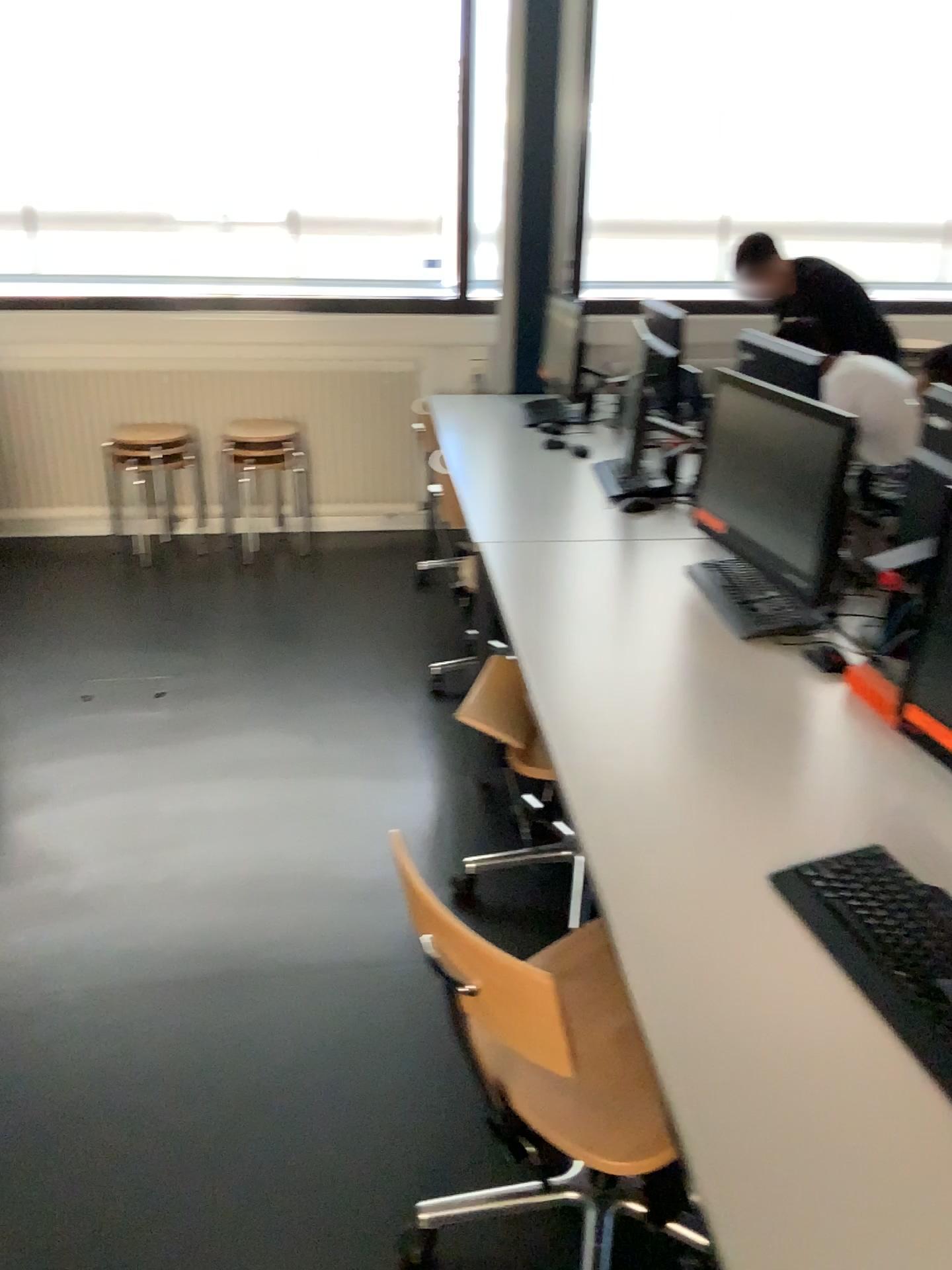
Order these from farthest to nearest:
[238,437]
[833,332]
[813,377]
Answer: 1. [238,437]
2. [833,332]
3. [813,377]

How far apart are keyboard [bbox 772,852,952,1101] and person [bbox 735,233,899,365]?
3.1 meters

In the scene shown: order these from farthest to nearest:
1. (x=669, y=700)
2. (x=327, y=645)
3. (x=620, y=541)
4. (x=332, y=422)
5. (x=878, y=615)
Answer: (x=332, y=422), (x=327, y=645), (x=620, y=541), (x=878, y=615), (x=669, y=700)

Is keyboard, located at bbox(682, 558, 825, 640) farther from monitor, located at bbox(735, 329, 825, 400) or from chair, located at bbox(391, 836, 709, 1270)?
monitor, located at bbox(735, 329, 825, 400)

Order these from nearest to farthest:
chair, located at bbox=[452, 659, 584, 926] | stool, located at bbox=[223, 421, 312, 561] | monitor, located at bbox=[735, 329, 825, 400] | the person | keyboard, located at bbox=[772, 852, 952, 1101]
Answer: keyboard, located at bbox=[772, 852, 952, 1101] < chair, located at bbox=[452, 659, 584, 926] < monitor, located at bbox=[735, 329, 825, 400] < the person < stool, located at bbox=[223, 421, 312, 561]

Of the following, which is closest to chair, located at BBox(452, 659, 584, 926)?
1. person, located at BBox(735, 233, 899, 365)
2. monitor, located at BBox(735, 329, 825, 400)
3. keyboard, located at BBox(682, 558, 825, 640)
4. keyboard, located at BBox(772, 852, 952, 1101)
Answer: keyboard, located at BBox(682, 558, 825, 640)

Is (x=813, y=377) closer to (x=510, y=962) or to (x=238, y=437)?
(x=238, y=437)

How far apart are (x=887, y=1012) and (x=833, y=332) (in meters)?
3.50

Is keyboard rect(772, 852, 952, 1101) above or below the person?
below

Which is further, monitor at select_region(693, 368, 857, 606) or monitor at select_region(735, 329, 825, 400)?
monitor at select_region(735, 329, 825, 400)
